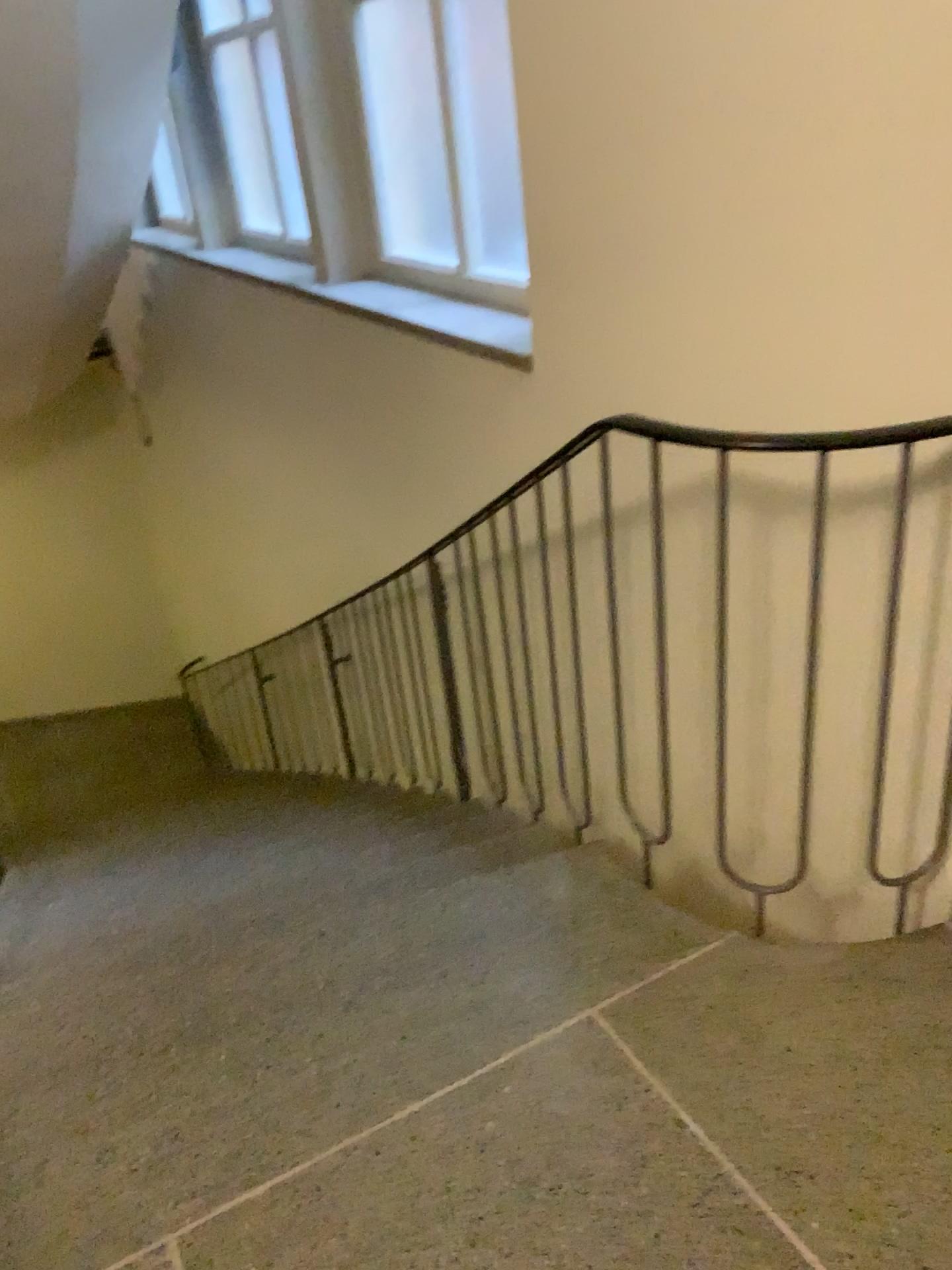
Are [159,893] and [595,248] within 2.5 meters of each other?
yes
